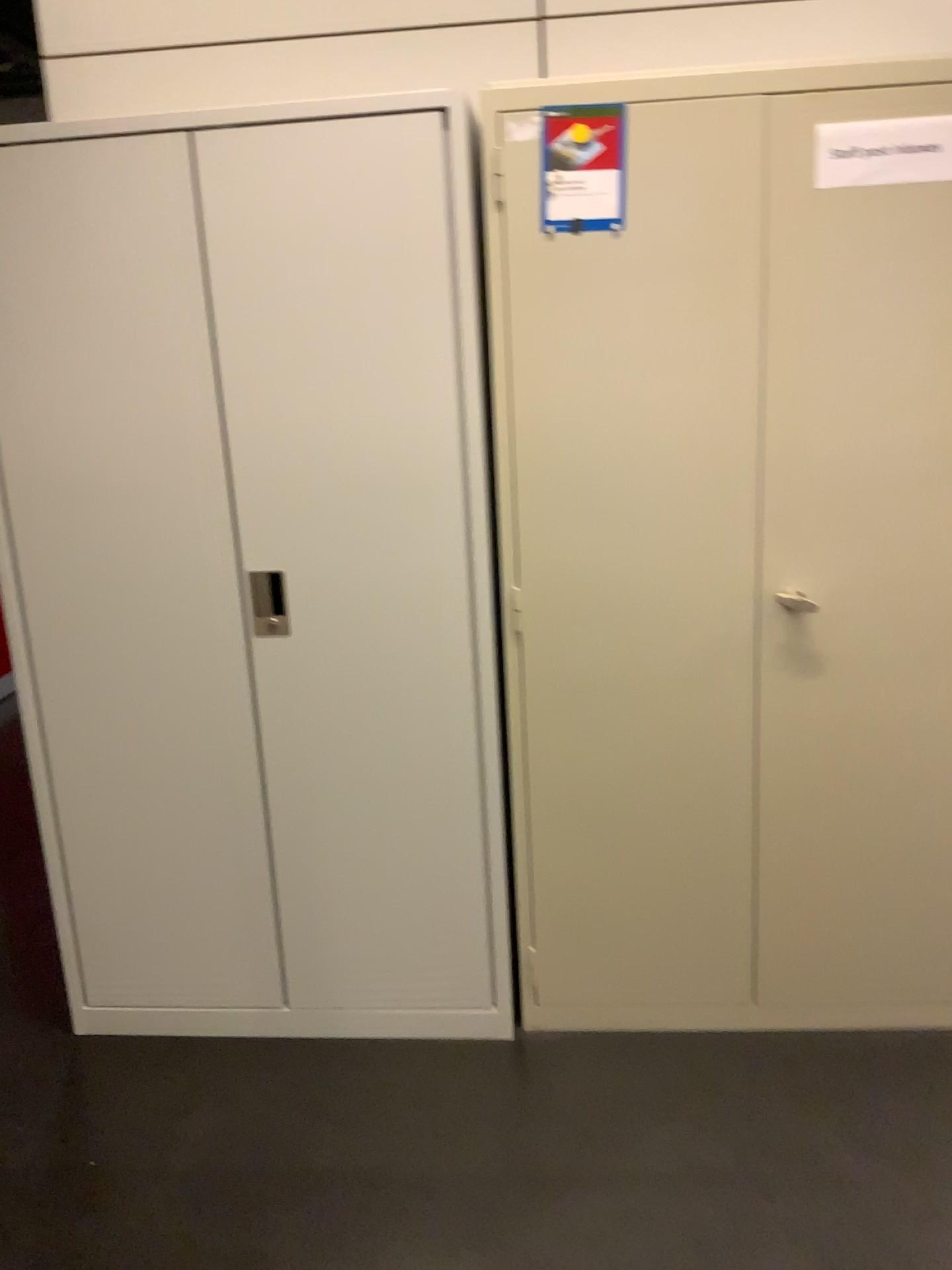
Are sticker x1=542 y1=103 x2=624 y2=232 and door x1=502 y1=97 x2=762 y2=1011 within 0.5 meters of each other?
yes

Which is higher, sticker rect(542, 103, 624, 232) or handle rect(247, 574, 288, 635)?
sticker rect(542, 103, 624, 232)

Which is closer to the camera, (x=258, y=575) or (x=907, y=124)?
(x=907, y=124)

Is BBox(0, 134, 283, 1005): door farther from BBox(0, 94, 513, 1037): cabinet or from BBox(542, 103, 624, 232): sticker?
BBox(542, 103, 624, 232): sticker

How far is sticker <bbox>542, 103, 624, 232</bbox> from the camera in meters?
1.9 m

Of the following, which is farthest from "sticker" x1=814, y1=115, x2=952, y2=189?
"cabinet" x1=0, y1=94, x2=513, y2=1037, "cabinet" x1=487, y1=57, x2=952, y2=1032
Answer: "cabinet" x1=0, y1=94, x2=513, y2=1037

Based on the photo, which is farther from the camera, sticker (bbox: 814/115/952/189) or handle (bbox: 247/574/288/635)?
handle (bbox: 247/574/288/635)

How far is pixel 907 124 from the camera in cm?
183

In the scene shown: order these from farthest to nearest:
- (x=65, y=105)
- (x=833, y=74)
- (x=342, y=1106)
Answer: (x=65, y=105), (x=342, y=1106), (x=833, y=74)

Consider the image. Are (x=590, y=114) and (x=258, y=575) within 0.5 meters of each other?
no
